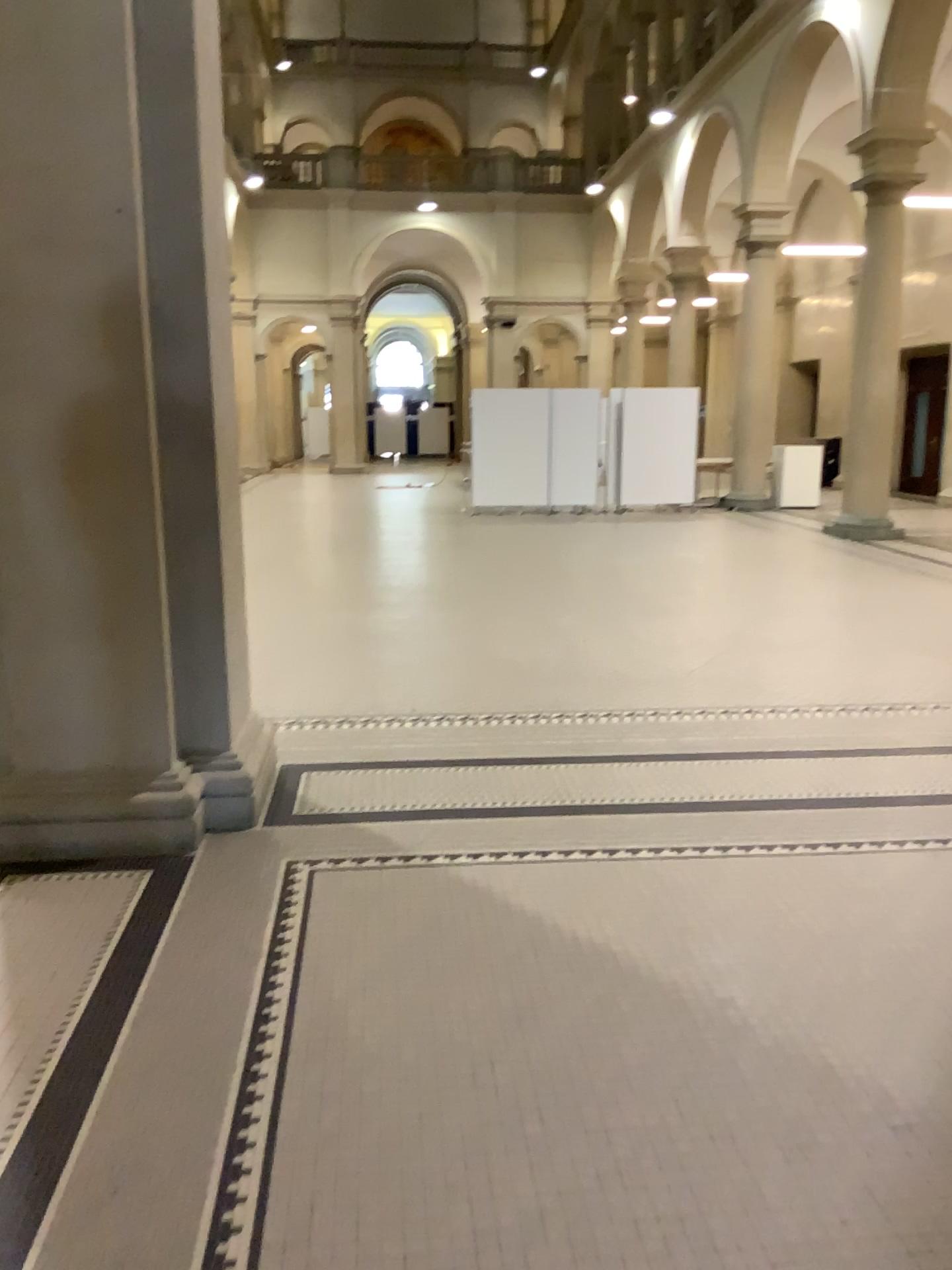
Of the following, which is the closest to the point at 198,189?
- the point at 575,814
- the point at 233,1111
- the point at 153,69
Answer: the point at 153,69
